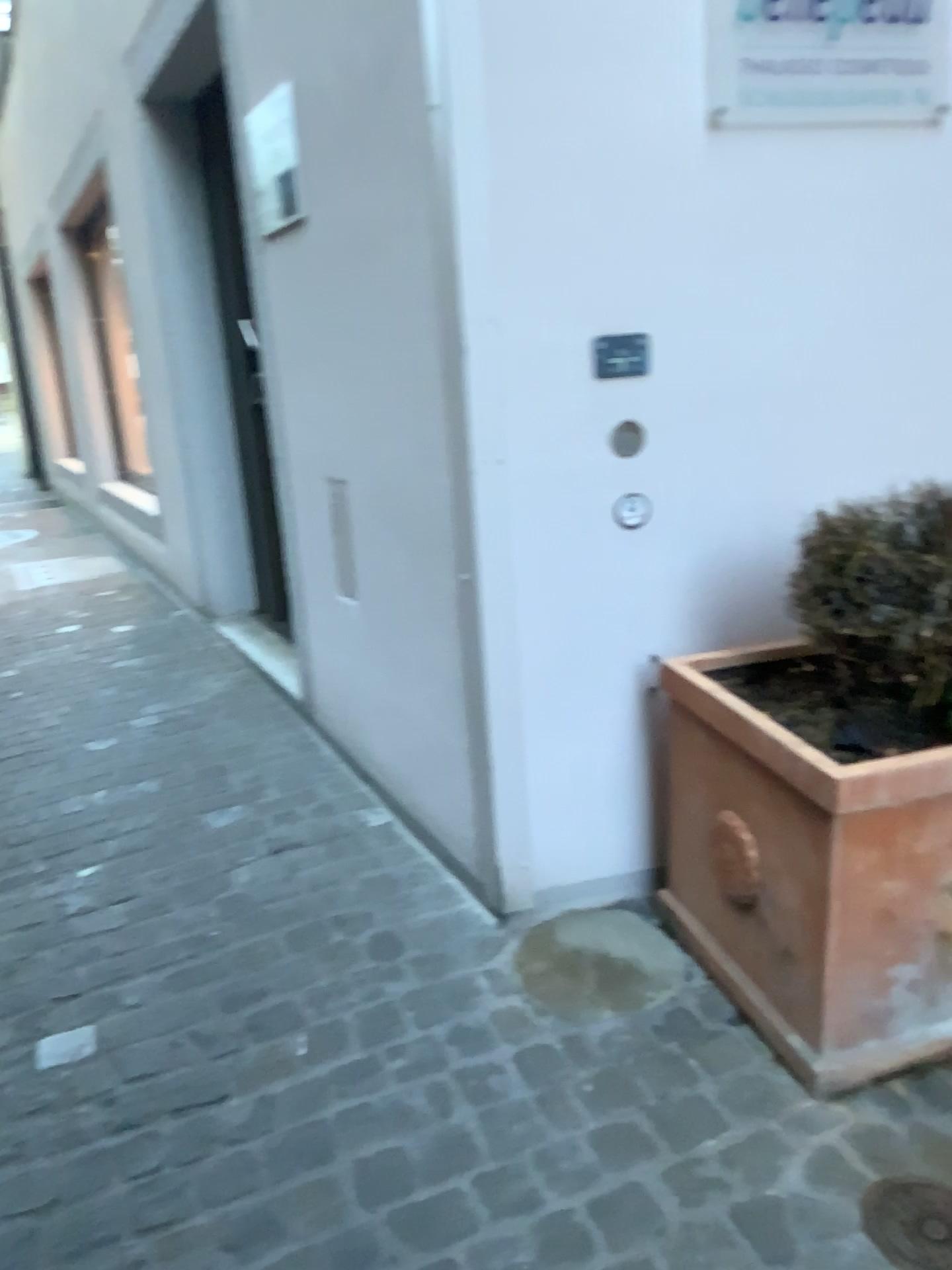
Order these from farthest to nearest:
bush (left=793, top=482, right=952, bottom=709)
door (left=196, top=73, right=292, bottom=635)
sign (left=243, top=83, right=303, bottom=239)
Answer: door (left=196, top=73, right=292, bottom=635) < sign (left=243, top=83, right=303, bottom=239) < bush (left=793, top=482, right=952, bottom=709)

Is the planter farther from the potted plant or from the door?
the door

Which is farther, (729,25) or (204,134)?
(204,134)

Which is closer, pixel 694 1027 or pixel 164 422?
pixel 694 1027

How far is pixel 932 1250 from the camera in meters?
1.4 m

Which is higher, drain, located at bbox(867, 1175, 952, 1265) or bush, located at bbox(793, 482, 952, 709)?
bush, located at bbox(793, 482, 952, 709)

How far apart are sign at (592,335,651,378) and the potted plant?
0.5m

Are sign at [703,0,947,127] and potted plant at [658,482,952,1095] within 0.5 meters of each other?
no

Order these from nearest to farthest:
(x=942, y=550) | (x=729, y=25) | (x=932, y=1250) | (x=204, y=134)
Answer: (x=932, y=1250), (x=942, y=550), (x=729, y=25), (x=204, y=134)

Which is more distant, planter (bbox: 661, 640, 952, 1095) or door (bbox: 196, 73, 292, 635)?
door (bbox: 196, 73, 292, 635)
